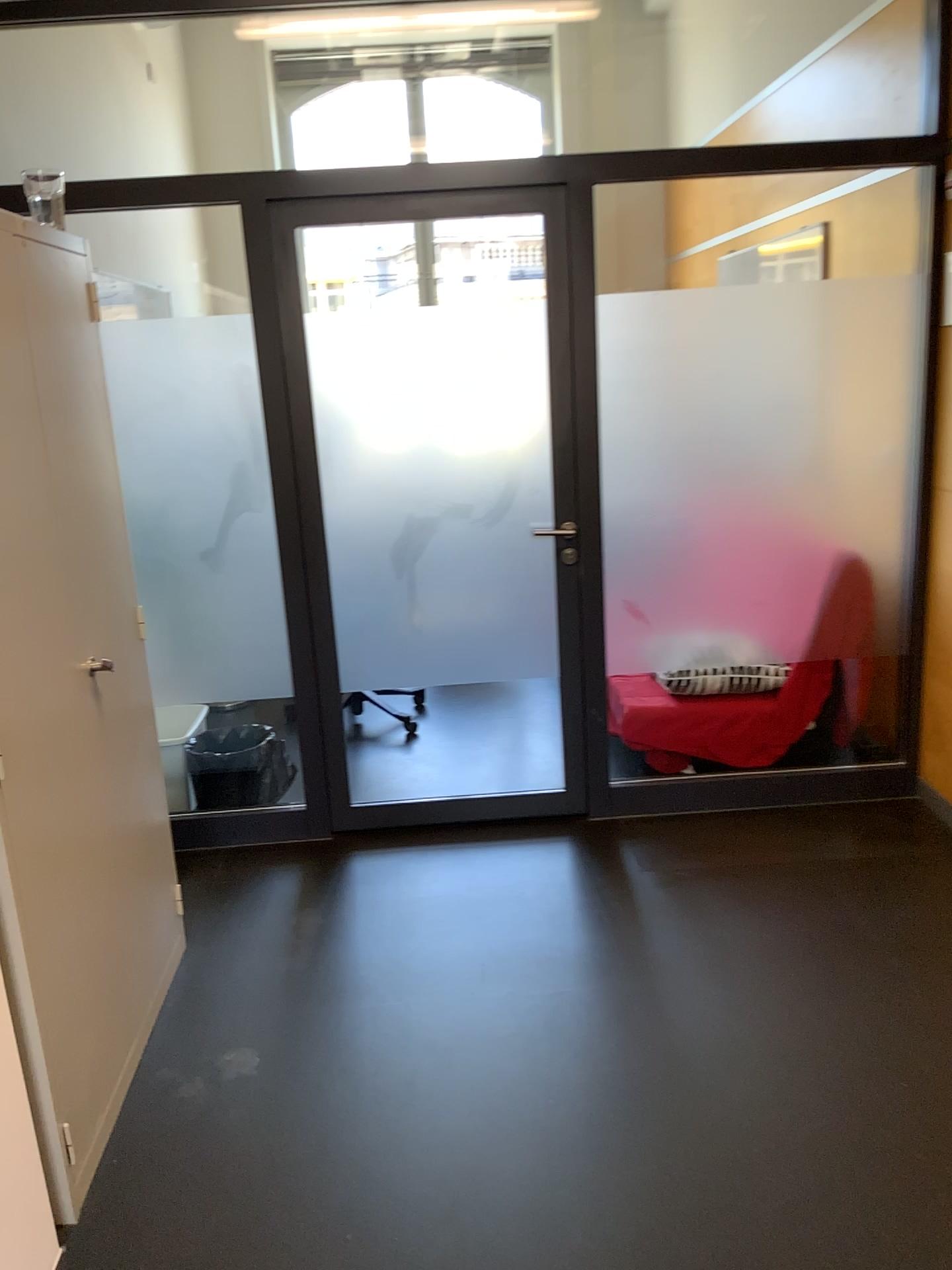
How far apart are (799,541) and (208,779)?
2.2 meters

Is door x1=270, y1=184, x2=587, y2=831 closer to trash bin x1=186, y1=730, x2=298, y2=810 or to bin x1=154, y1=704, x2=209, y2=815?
trash bin x1=186, y1=730, x2=298, y2=810

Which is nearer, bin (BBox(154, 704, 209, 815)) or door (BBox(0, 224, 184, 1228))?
door (BBox(0, 224, 184, 1228))

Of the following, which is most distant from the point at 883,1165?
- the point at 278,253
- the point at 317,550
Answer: the point at 278,253

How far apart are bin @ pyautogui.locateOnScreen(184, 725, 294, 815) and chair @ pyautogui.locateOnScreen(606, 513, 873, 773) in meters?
1.2

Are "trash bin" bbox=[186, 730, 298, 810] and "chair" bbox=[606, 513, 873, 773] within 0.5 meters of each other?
no

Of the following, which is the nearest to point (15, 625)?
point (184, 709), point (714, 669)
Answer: point (184, 709)

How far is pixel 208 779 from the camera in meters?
3.7 m

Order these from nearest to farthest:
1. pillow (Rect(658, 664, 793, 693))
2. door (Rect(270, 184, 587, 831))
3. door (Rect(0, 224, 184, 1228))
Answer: door (Rect(0, 224, 184, 1228)), door (Rect(270, 184, 587, 831)), pillow (Rect(658, 664, 793, 693))

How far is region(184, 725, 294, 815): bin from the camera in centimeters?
374cm
